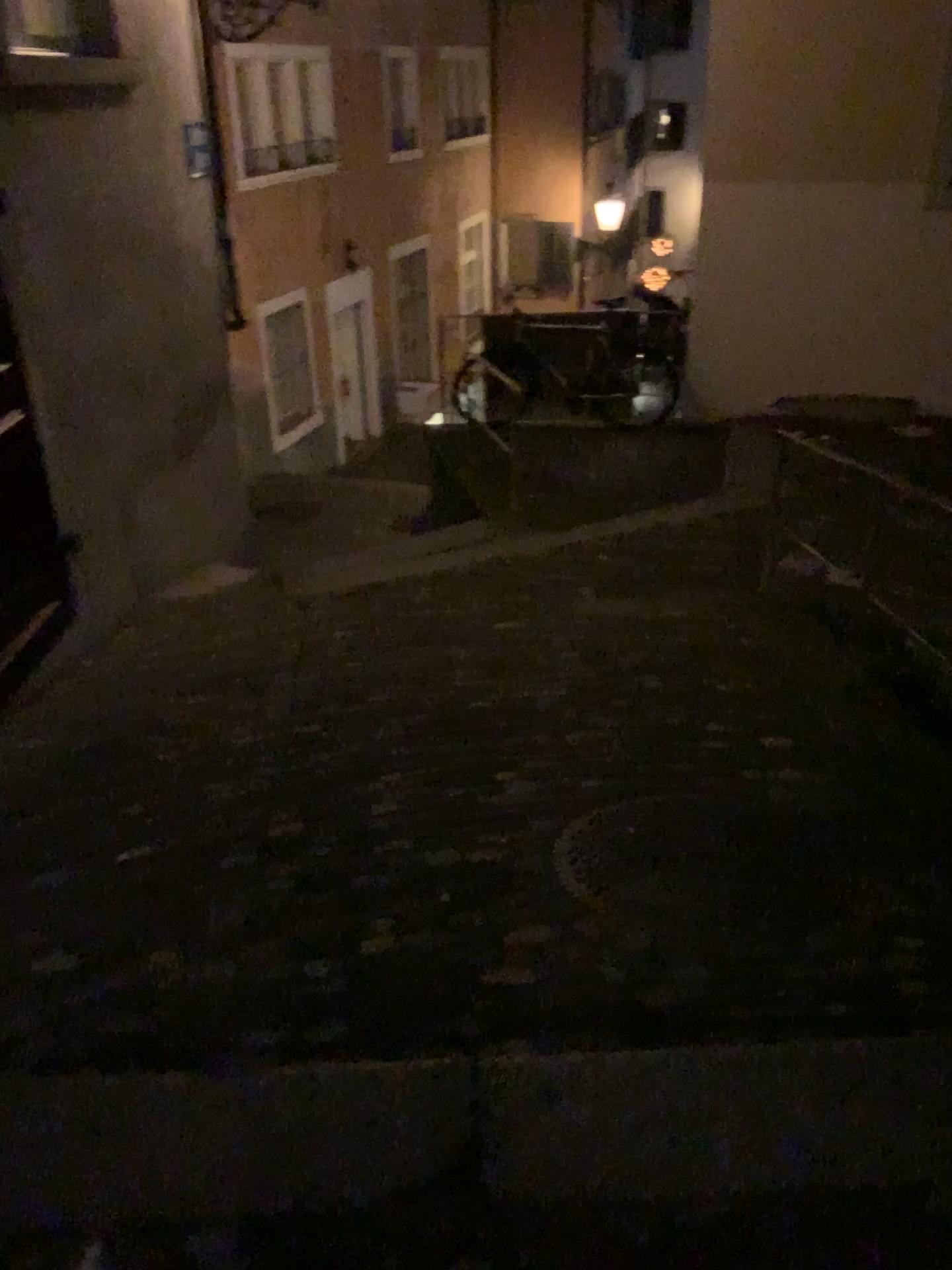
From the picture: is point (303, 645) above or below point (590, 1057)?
below
